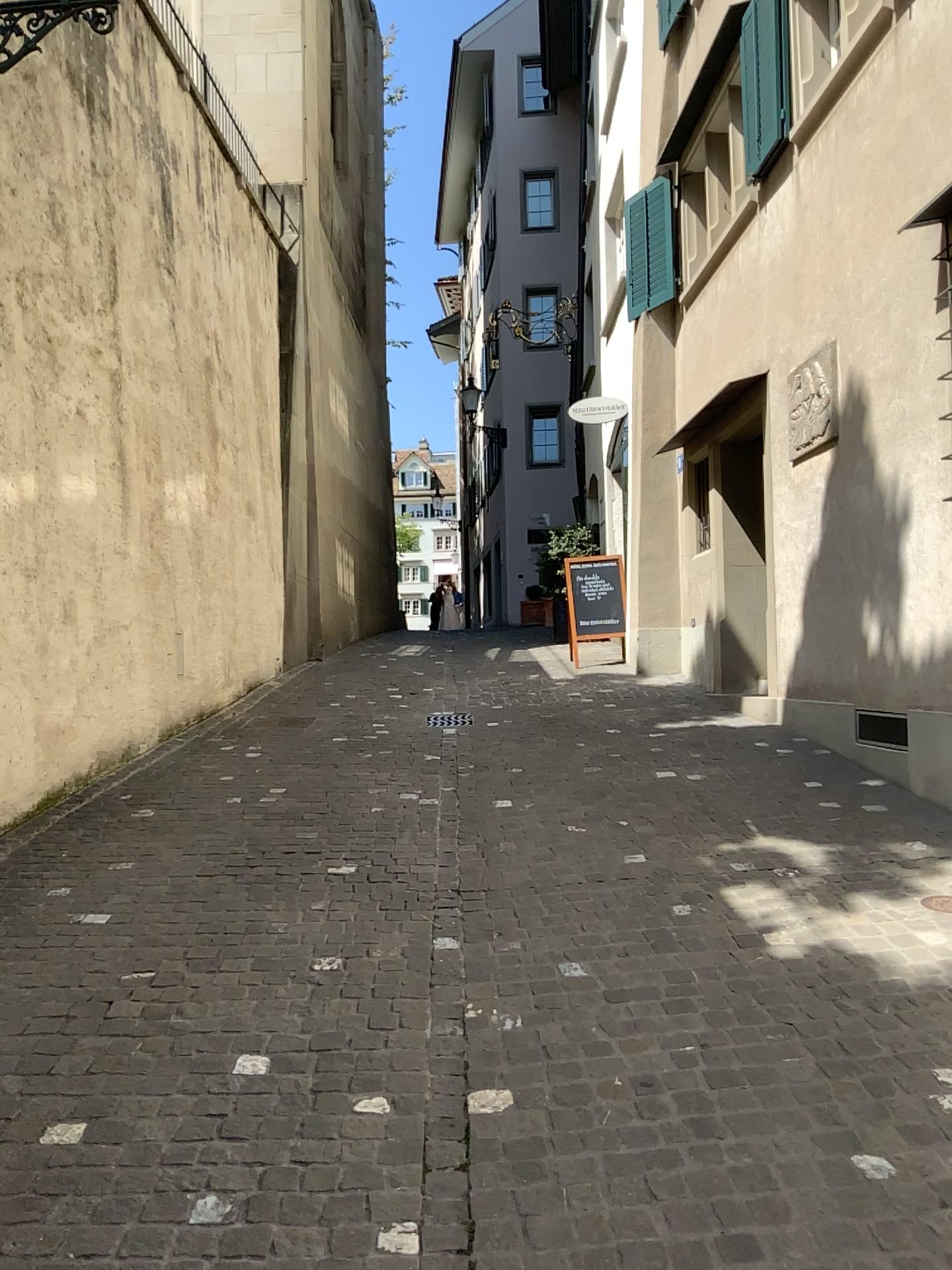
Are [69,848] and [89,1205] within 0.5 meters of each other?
no
